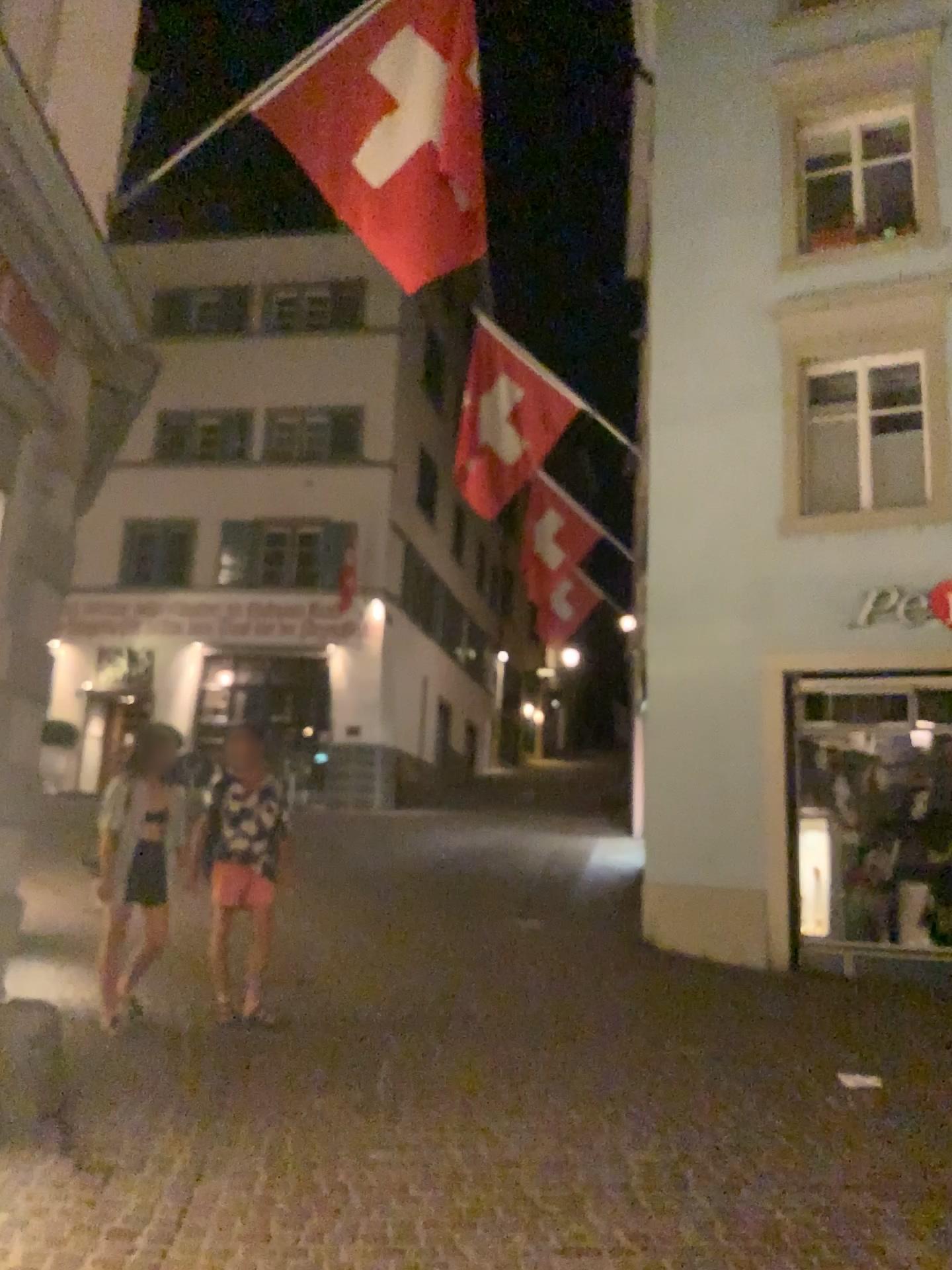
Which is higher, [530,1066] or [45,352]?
[45,352]
